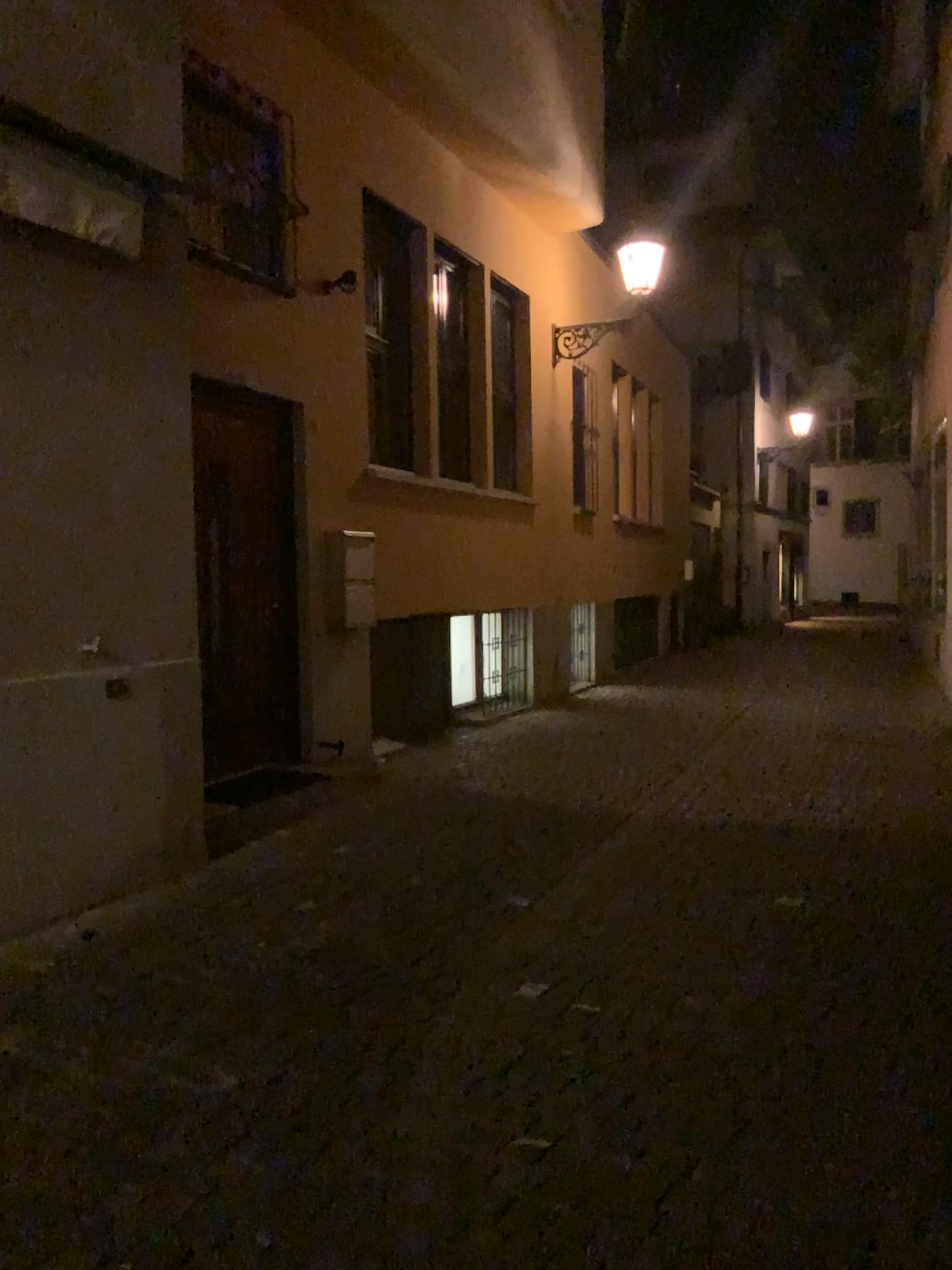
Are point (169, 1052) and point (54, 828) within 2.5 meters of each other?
yes
